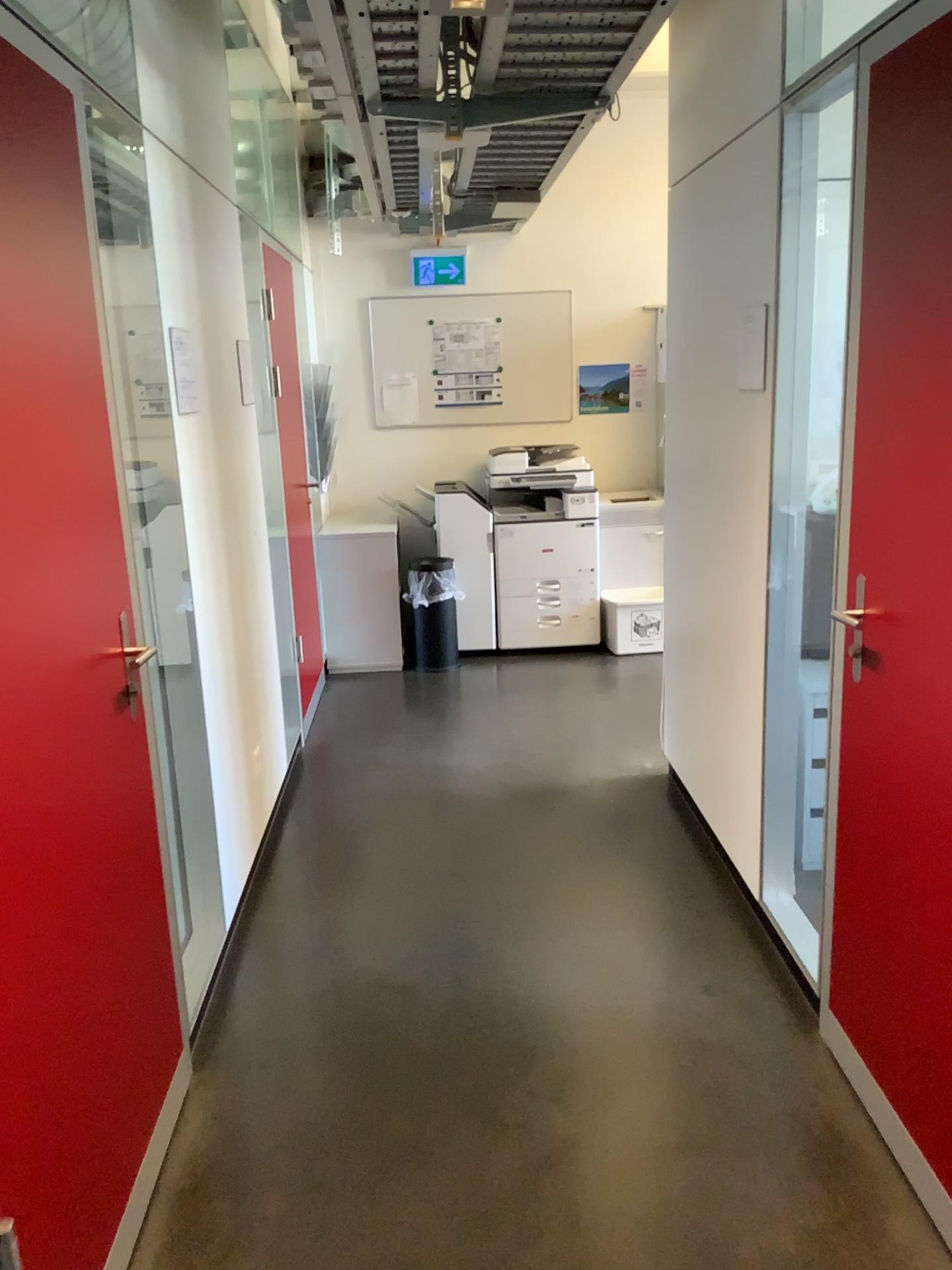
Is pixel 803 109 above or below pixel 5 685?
above

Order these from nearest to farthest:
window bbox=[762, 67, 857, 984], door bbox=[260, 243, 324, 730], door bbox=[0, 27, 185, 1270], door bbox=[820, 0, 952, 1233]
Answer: door bbox=[0, 27, 185, 1270] < door bbox=[820, 0, 952, 1233] < window bbox=[762, 67, 857, 984] < door bbox=[260, 243, 324, 730]

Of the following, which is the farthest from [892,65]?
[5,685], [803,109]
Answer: [5,685]

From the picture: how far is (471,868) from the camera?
Result: 3.4 meters

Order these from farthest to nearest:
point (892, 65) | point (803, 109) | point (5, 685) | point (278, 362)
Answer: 1. point (278, 362)
2. point (803, 109)
3. point (892, 65)
4. point (5, 685)

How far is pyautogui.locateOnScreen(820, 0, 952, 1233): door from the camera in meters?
1.8 m

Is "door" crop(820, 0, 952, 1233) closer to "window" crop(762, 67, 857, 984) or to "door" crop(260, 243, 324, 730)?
"window" crop(762, 67, 857, 984)

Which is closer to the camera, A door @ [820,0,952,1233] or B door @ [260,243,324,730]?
A door @ [820,0,952,1233]

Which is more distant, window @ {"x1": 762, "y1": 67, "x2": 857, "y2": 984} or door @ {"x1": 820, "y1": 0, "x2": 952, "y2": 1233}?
window @ {"x1": 762, "y1": 67, "x2": 857, "y2": 984}

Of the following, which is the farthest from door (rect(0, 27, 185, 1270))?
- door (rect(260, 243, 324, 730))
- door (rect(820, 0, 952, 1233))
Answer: door (rect(260, 243, 324, 730))
